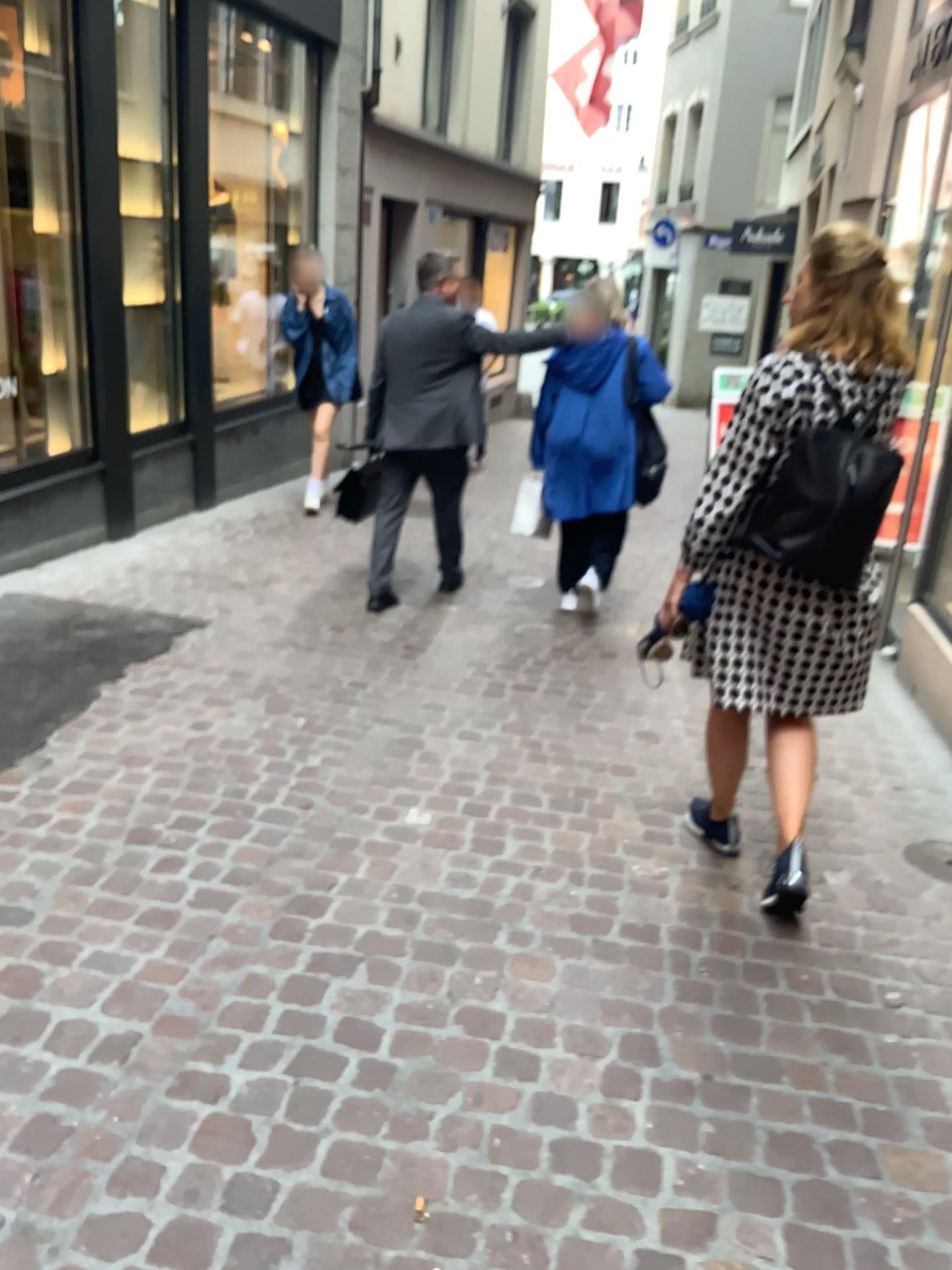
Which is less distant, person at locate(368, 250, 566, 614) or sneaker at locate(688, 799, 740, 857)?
sneaker at locate(688, 799, 740, 857)

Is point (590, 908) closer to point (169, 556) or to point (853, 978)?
point (853, 978)

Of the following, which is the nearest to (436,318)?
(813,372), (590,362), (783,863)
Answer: (590,362)

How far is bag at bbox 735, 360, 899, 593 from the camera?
2.3 meters

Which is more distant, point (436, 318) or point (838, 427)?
point (436, 318)

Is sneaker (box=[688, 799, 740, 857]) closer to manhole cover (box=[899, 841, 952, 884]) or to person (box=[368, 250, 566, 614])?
manhole cover (box=[899, 841, 952, 884])

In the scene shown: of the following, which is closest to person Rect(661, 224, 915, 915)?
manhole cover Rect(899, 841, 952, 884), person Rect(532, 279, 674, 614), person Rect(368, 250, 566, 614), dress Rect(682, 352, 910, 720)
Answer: dress Rect(682, 352, 910, 720)

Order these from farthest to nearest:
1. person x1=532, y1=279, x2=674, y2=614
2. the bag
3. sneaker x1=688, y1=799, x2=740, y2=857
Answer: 1. person x1=532, y1=279, x2=674, y2=614
2. sneaker x1=688, y1=799, x2=740, y2=857
3. the bag

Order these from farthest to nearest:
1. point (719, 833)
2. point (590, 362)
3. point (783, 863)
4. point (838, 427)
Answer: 1. point (590, 362)
2. point (719, 833)
3. point (783, 863)
4. point (838, 427)

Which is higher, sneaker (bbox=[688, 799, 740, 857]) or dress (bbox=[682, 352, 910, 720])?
dress (bbox=[682, 352, 910, 720])
